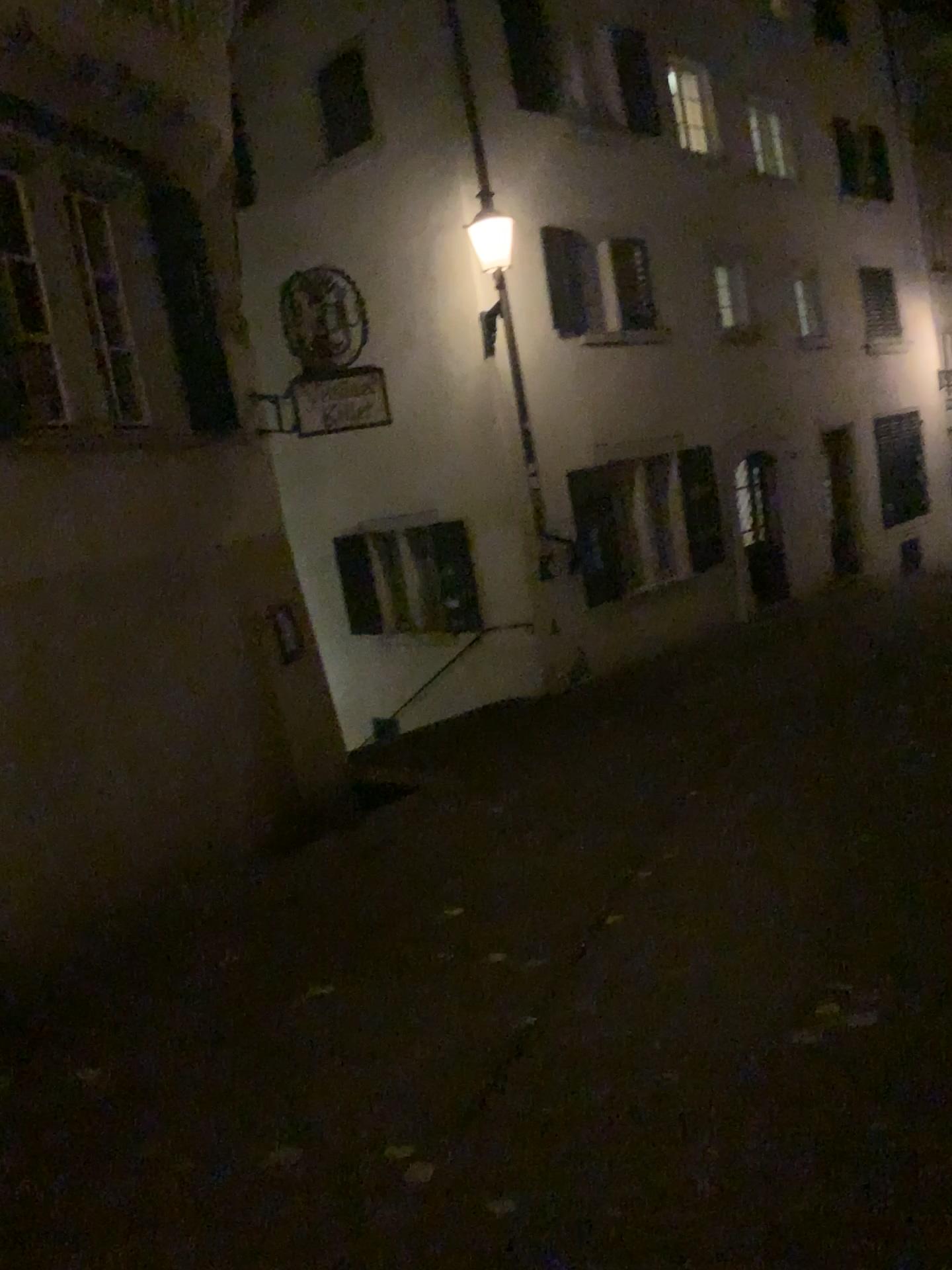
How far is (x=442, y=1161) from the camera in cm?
302
